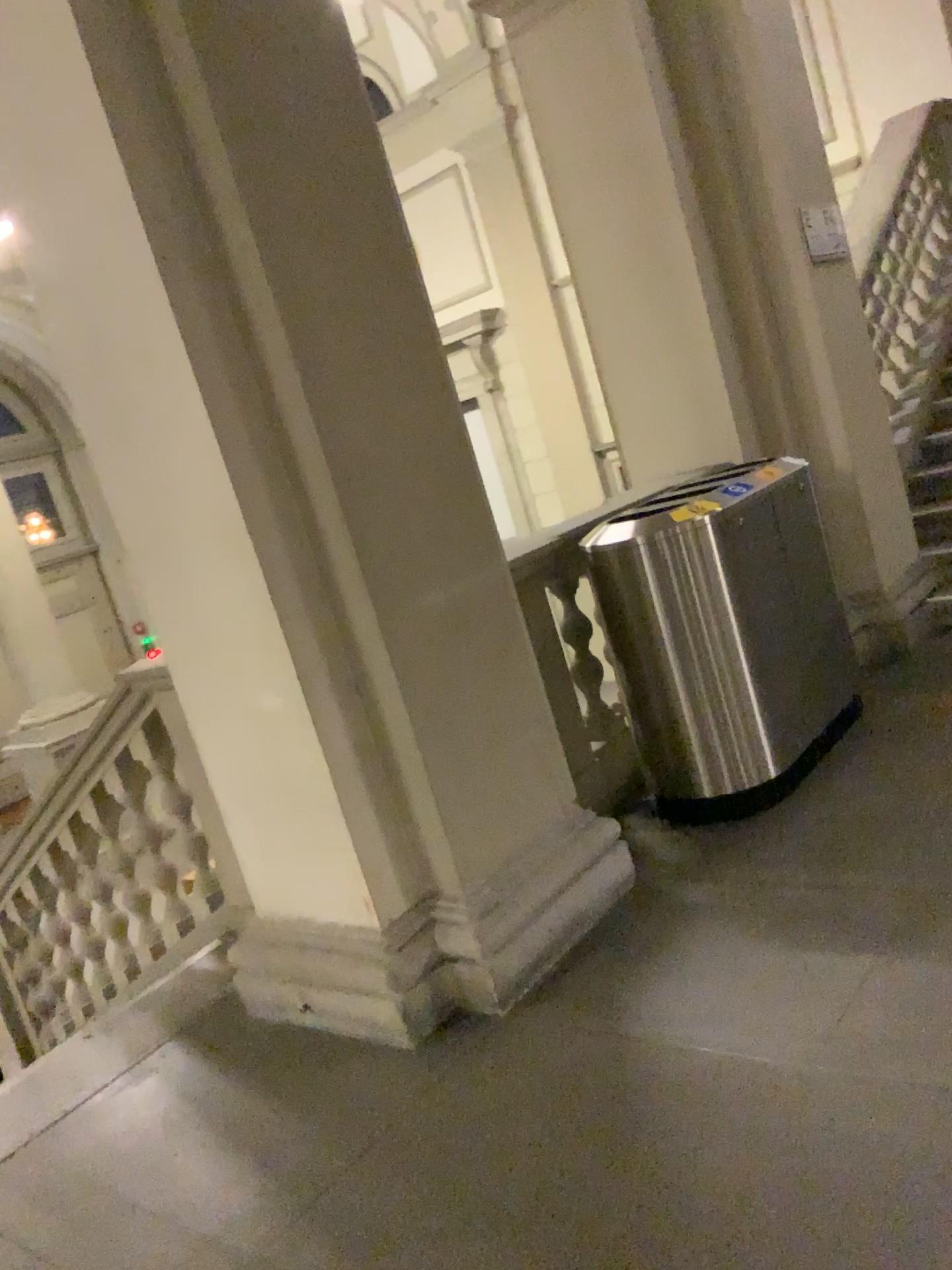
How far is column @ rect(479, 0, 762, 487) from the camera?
4.37m

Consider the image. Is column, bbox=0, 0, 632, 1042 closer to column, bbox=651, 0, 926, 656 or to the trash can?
the trash can

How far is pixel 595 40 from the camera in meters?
4.4

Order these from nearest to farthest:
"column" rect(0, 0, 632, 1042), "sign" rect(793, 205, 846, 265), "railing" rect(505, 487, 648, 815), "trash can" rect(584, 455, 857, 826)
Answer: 1. "column" rect(0, 0, 632, 1042)
2. "trash can" rect(584, 455, 857, 826)
3. "railing" rect(505, 487, 648, 815)
4. "sign" rect(793, 205, 846, 265)

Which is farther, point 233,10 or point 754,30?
point 754,30

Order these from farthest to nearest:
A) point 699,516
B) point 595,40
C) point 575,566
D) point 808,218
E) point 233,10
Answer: point 808,218, point 595,40, point 575,566, point 699,516, point 233,10

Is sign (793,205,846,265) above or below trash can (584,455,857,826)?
above

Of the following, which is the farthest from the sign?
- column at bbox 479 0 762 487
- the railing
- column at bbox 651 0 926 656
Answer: the railing

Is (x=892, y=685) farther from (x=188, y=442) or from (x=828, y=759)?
(x=188, y=442)

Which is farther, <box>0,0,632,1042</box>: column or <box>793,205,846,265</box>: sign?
<box>793,205,846,265</box>: sign
